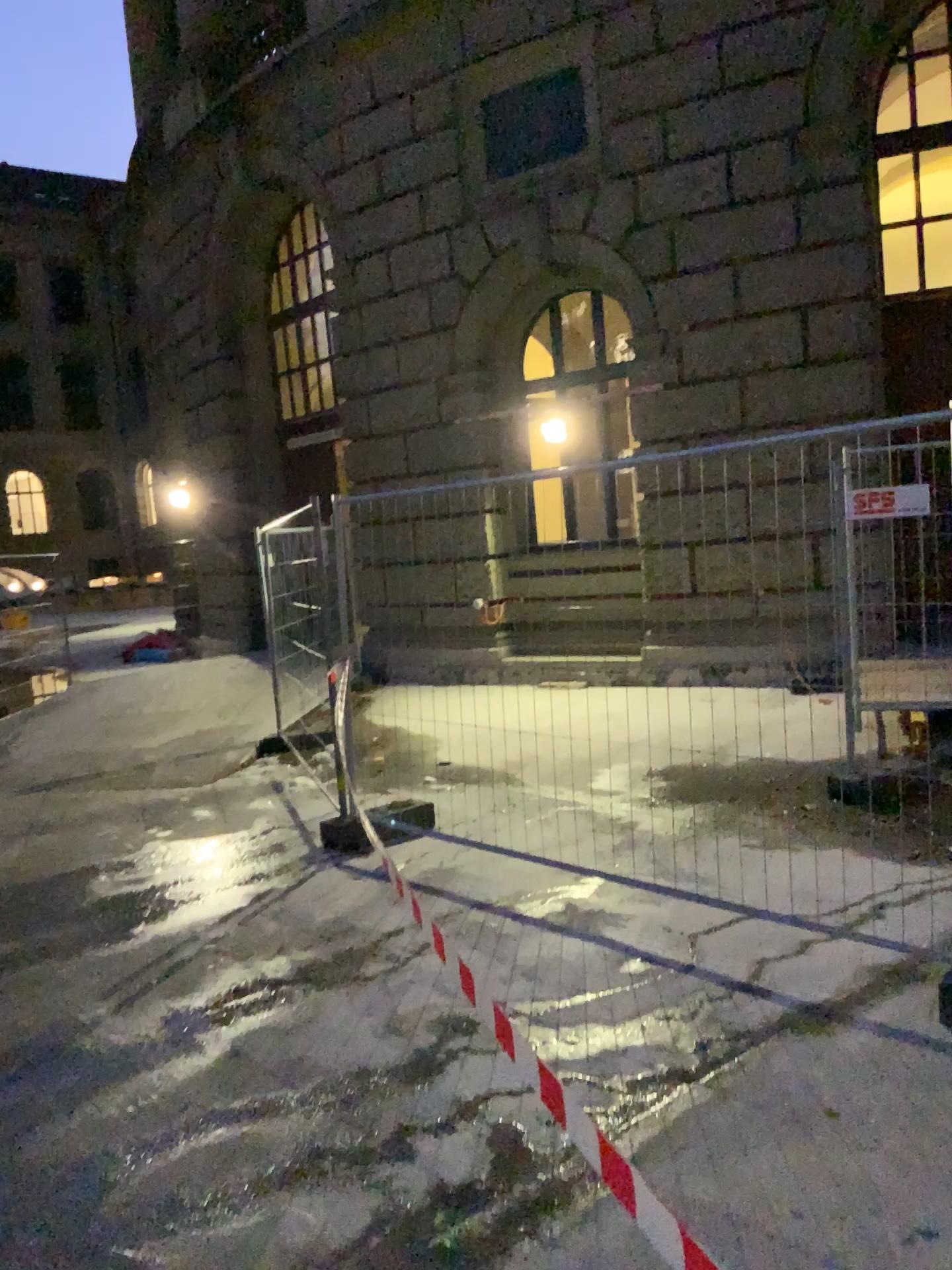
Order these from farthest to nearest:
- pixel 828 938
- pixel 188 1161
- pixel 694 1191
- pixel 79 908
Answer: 1. pixel 79 908
2. pixel 828 938
3. pixel 188 1161
4. pixel 694 1191
